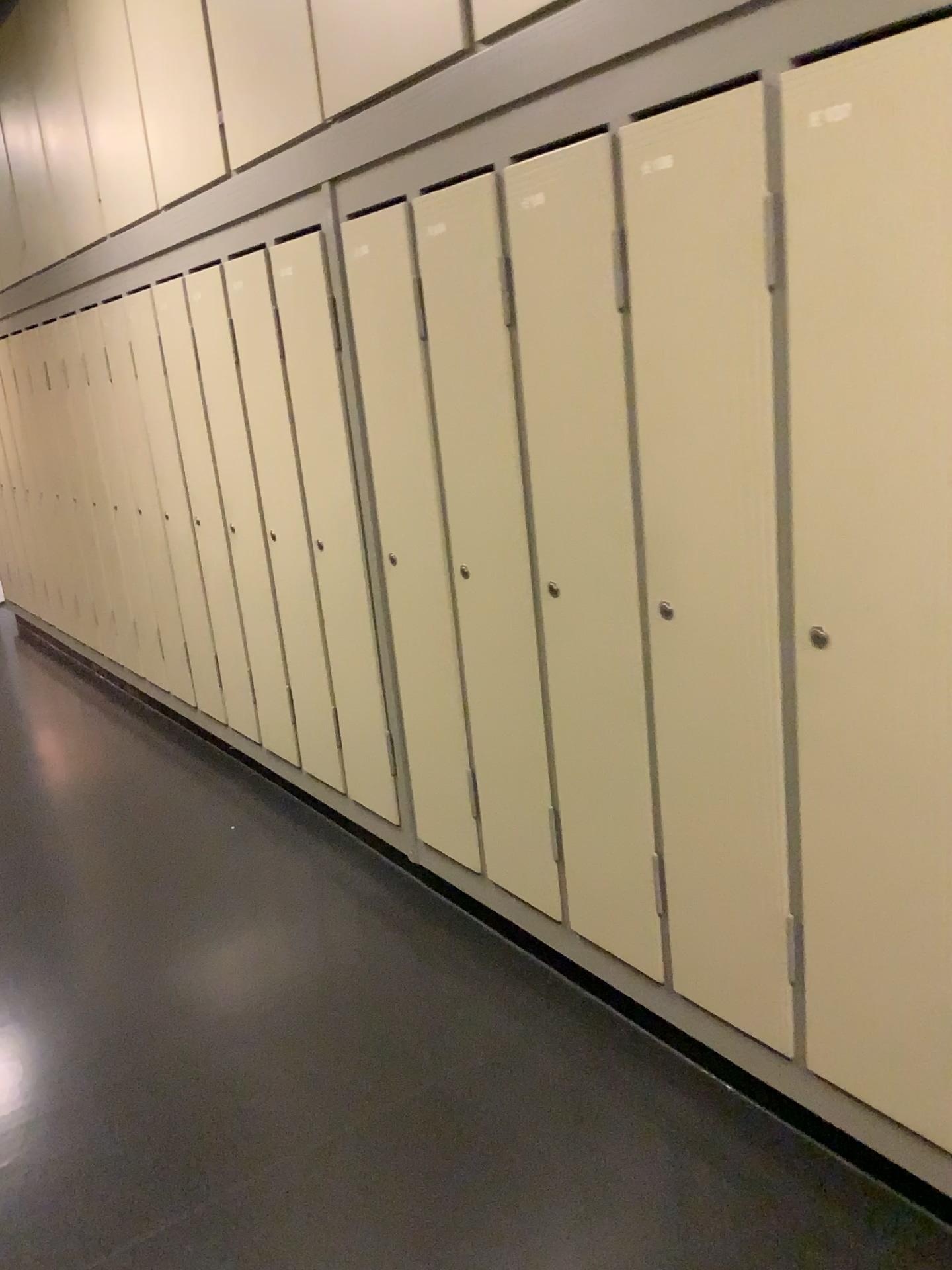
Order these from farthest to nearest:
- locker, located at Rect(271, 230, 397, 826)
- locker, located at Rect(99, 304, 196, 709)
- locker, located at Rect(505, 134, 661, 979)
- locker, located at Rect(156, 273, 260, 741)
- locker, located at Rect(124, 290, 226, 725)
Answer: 1. locker, located at Rect(99, 304, 196, 709)
2. locker, located at Rect(124, 290, 226, 725)
3. locker, located at Rect(156, 273, 260, 741)
4. locker, located at Rect(271, 230, 397, 826)
5. locker, located at Rect(505, 134, 661, 979)

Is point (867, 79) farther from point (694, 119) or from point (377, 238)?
point (377, 238)

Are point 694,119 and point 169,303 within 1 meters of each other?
no

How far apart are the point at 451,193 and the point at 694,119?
0.7 meters

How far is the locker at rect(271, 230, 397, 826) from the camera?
2.72m

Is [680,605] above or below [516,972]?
above

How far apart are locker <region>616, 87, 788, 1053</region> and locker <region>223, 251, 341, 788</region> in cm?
140

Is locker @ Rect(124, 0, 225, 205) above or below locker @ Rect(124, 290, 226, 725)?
above

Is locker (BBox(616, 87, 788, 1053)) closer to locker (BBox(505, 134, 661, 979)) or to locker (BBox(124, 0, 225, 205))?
locker (BBox(505, 134, 661, 979))

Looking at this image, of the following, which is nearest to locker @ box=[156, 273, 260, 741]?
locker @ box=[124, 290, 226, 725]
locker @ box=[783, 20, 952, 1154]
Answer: locker @ box=[124, 290, 226, 725]
